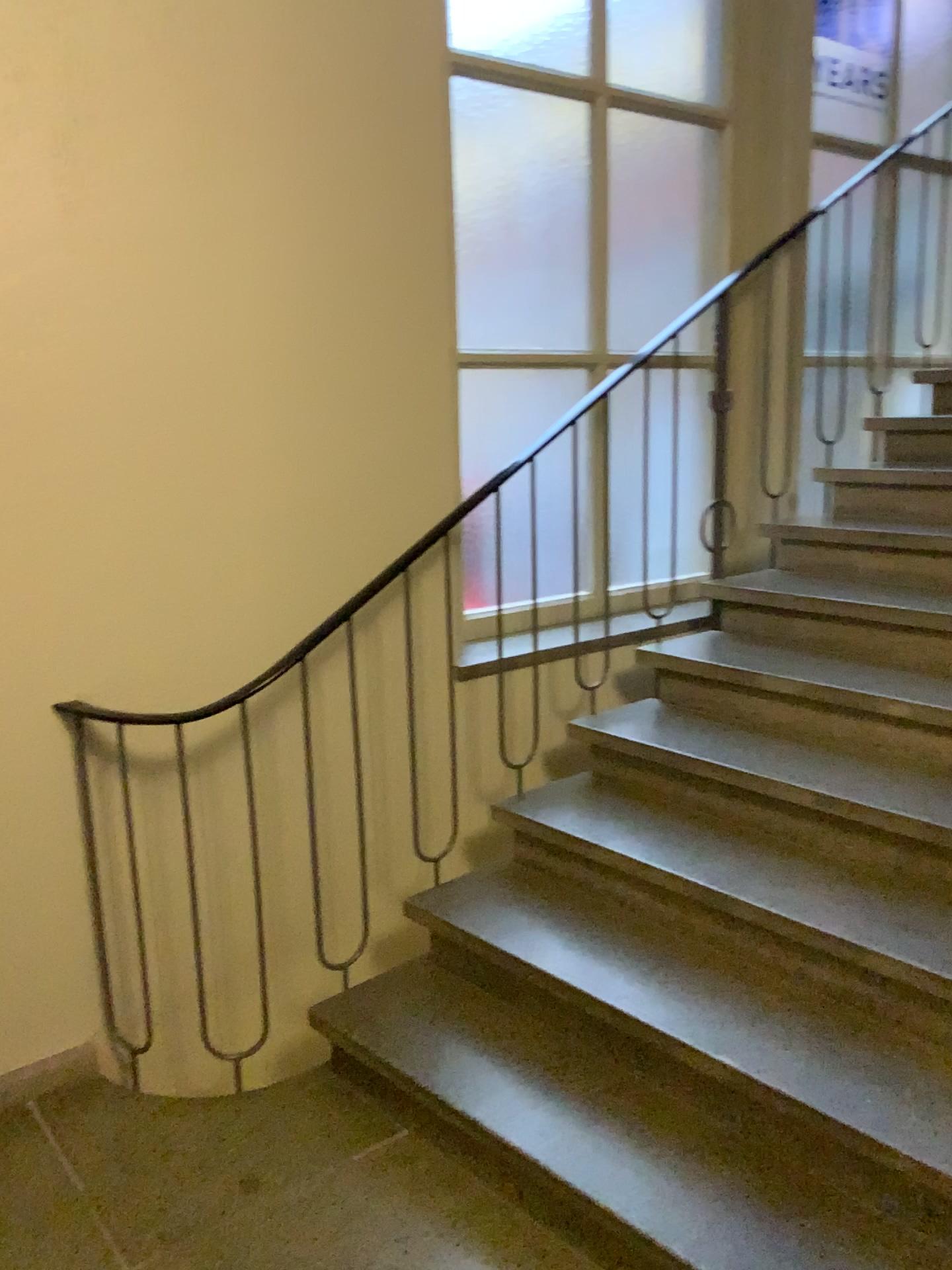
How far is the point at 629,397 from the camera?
3.1m

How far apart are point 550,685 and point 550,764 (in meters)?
0.25

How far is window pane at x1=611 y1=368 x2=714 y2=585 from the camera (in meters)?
3.08
